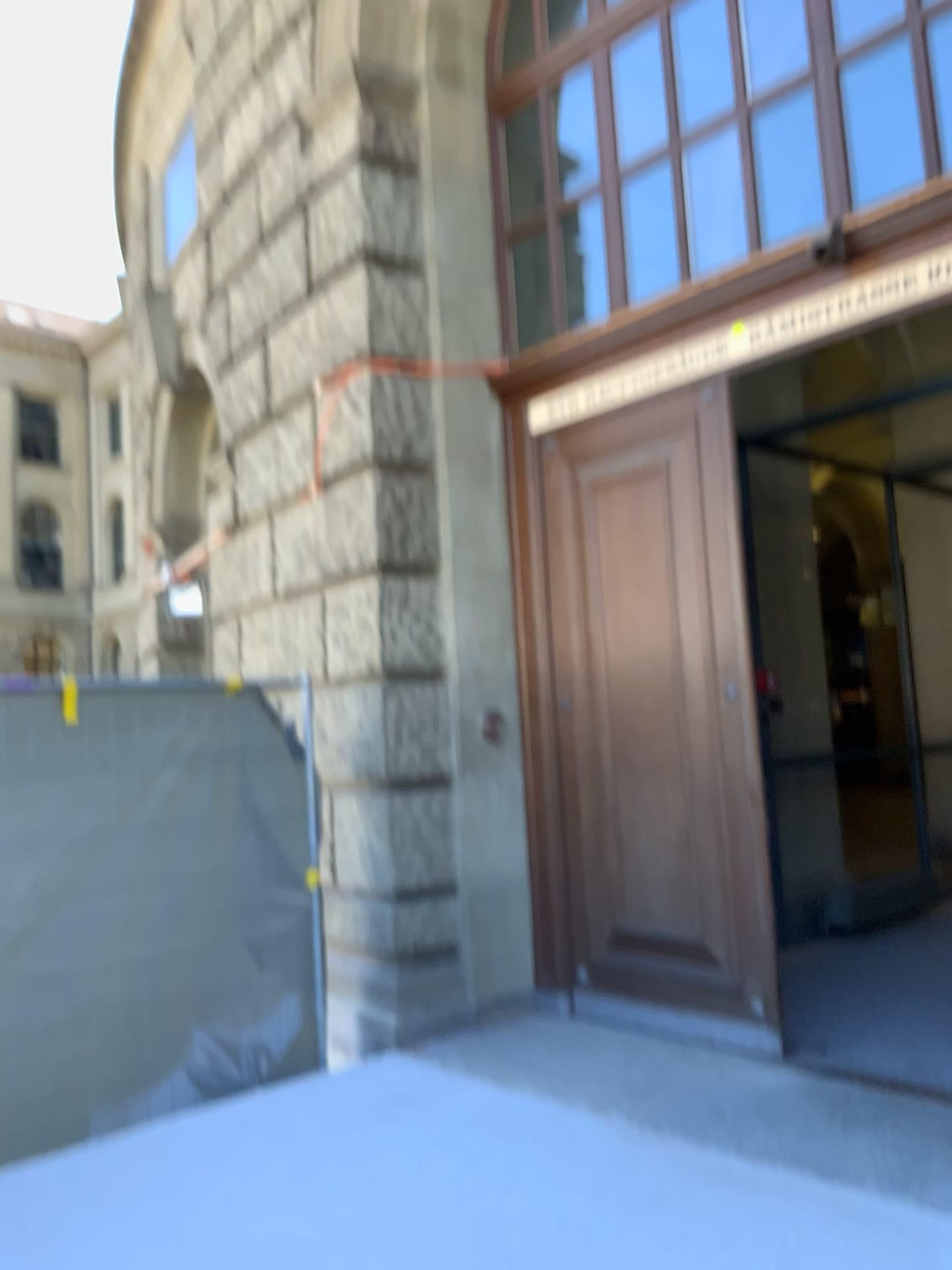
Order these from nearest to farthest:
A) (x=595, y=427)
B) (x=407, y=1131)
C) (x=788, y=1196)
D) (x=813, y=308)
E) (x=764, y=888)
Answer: (x=788, y=1196) < (x=407, y=1131) < (x=813, y=308) < (x=764, y=888) < (x=595, y=427)
